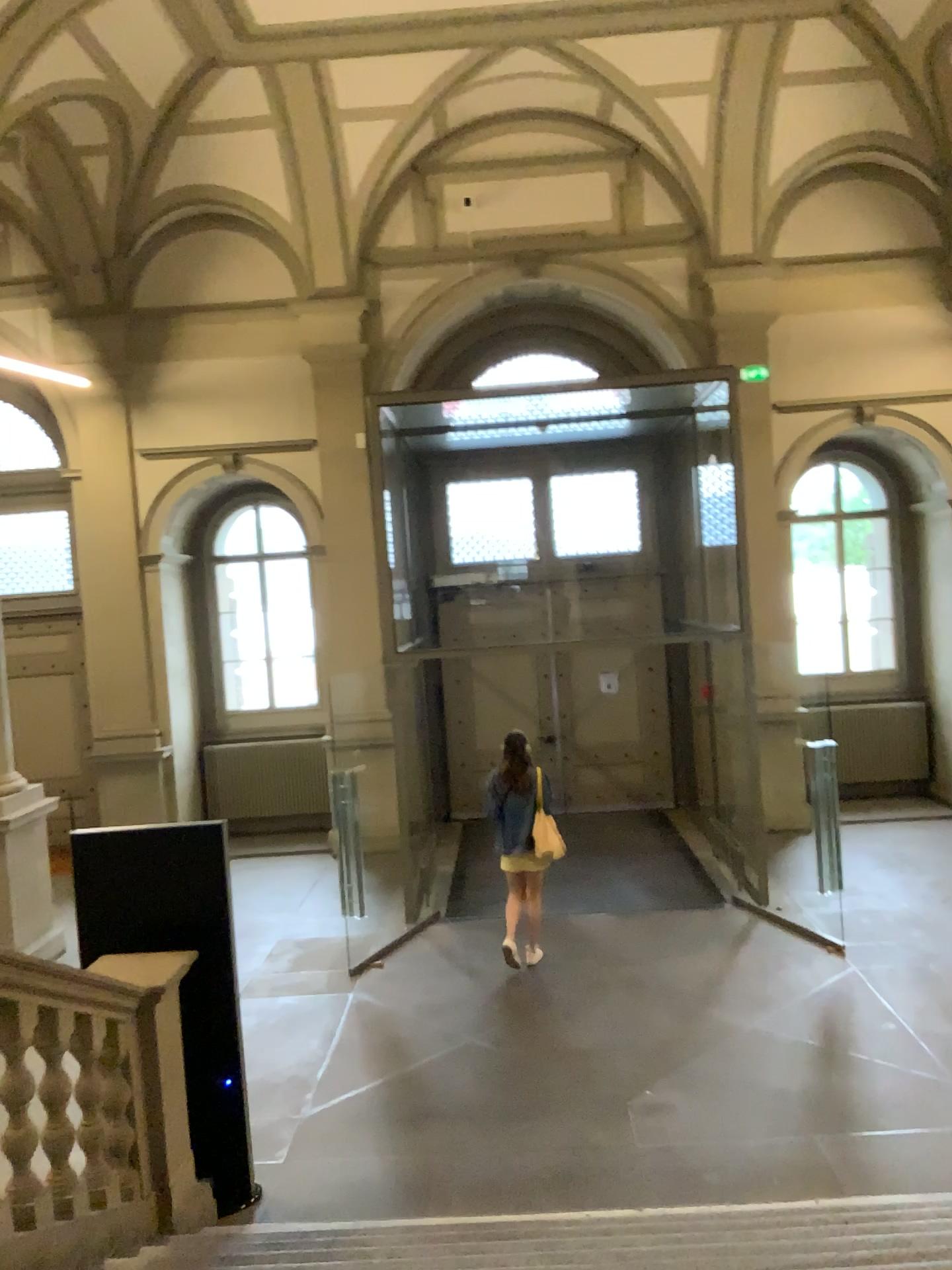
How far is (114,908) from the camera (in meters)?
4.69
